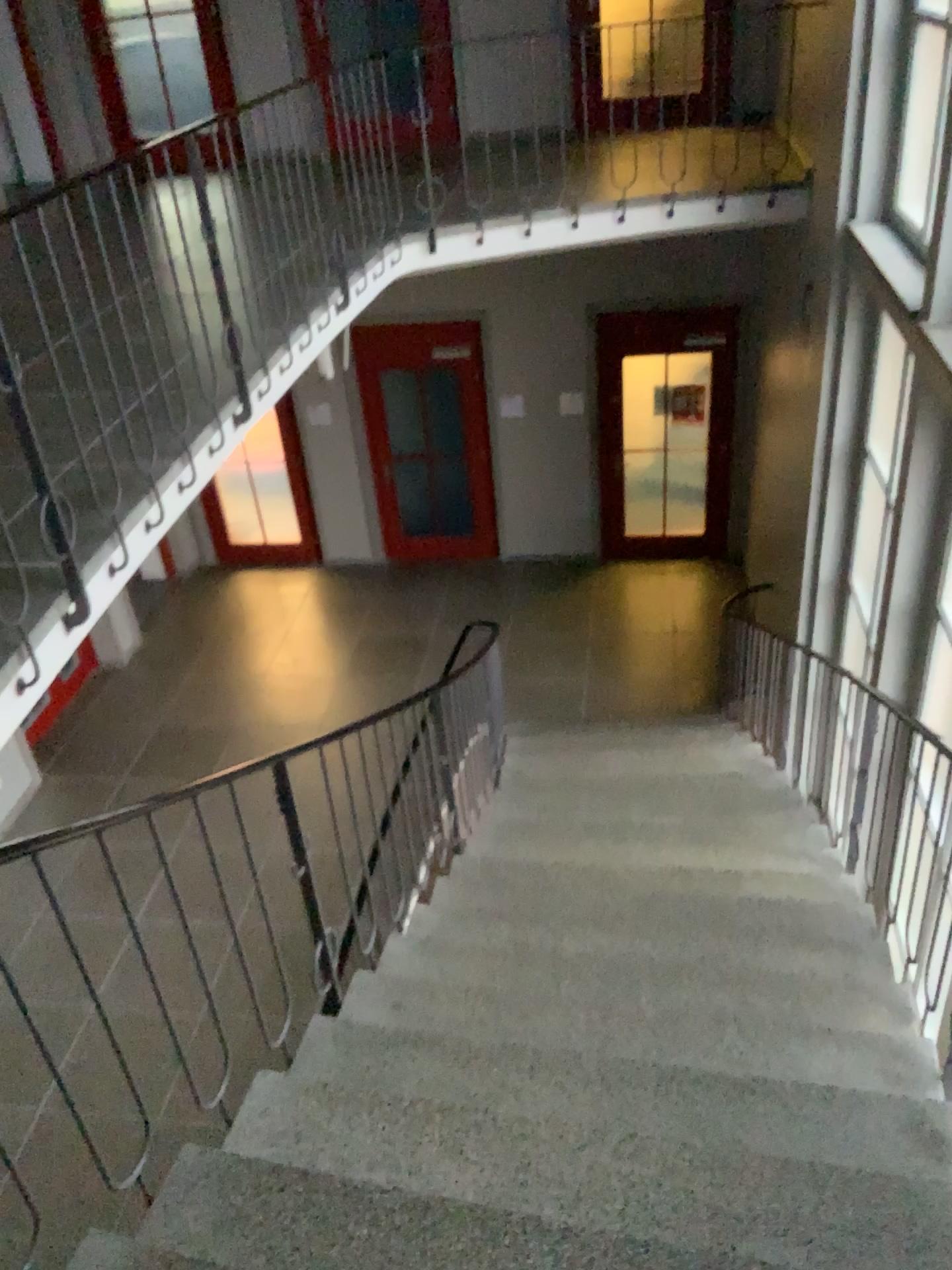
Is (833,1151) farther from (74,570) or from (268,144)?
(268,144)
